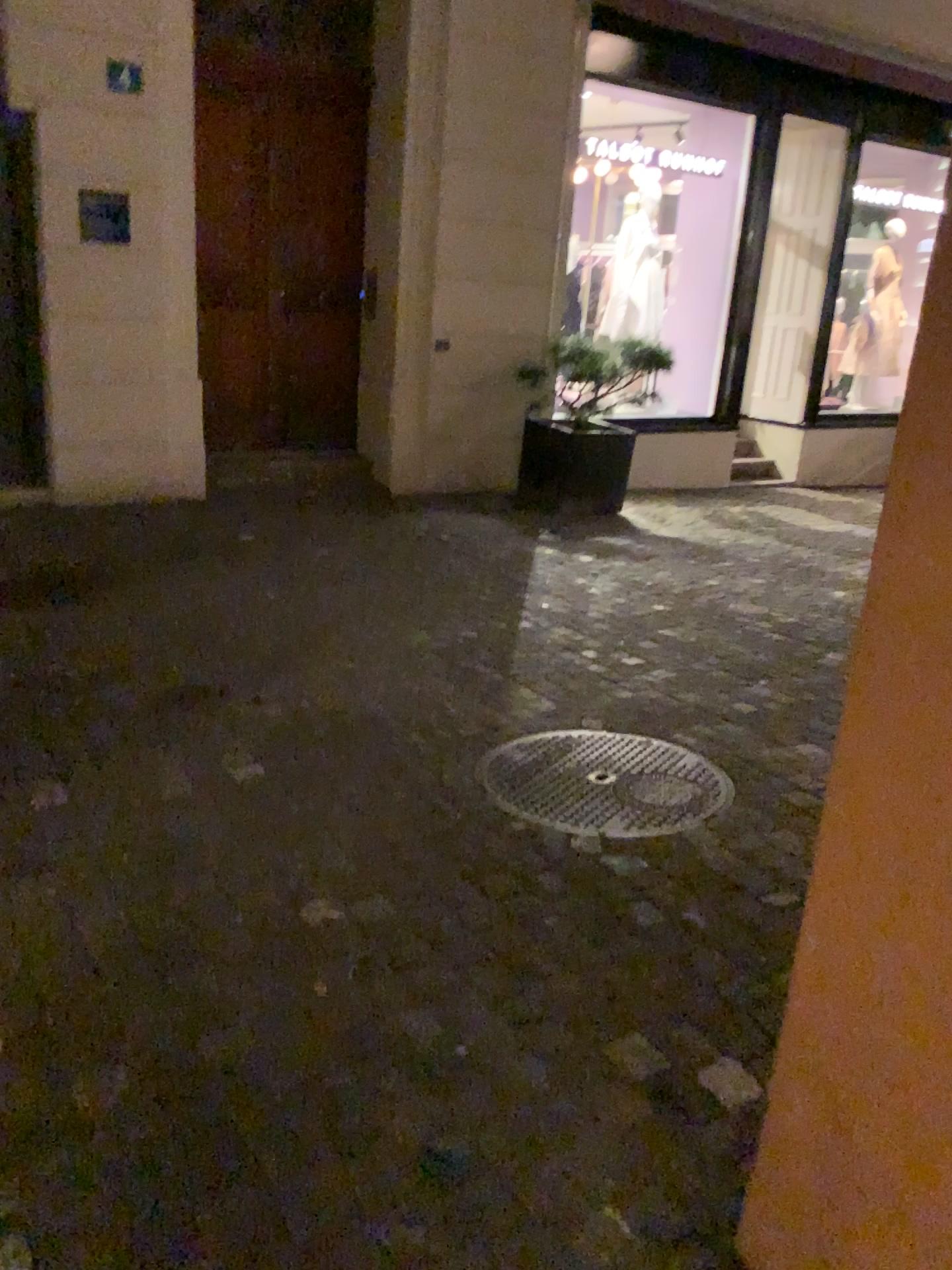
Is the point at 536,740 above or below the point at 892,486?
below
